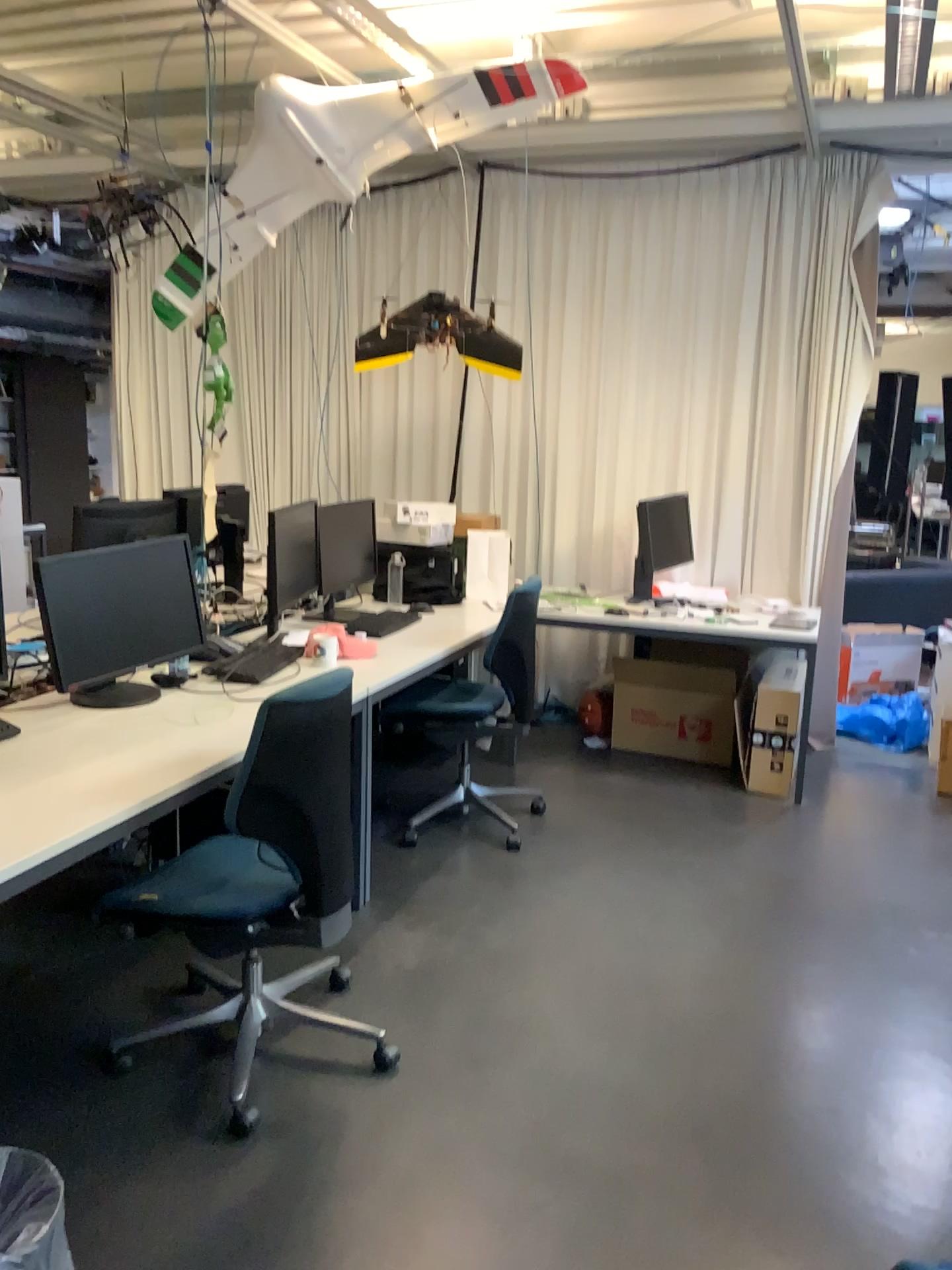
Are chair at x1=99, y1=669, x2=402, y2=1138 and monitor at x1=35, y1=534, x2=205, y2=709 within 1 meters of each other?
yes

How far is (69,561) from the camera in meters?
2.9 m

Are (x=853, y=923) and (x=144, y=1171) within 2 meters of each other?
no

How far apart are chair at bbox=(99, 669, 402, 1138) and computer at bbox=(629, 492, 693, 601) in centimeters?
251cm

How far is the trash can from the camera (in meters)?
1.66

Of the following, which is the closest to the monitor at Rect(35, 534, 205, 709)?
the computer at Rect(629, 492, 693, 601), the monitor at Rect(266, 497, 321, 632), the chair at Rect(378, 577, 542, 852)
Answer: the monitor at Rect(266, 497, 321, 632)

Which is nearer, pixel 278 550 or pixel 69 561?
pixel 69 561

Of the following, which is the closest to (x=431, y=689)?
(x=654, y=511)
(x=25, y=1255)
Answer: (x=654, y=511)

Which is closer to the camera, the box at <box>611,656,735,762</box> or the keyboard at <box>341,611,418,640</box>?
the keyboard at <box>341,611,418,640</box>

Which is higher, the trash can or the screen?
the screen
